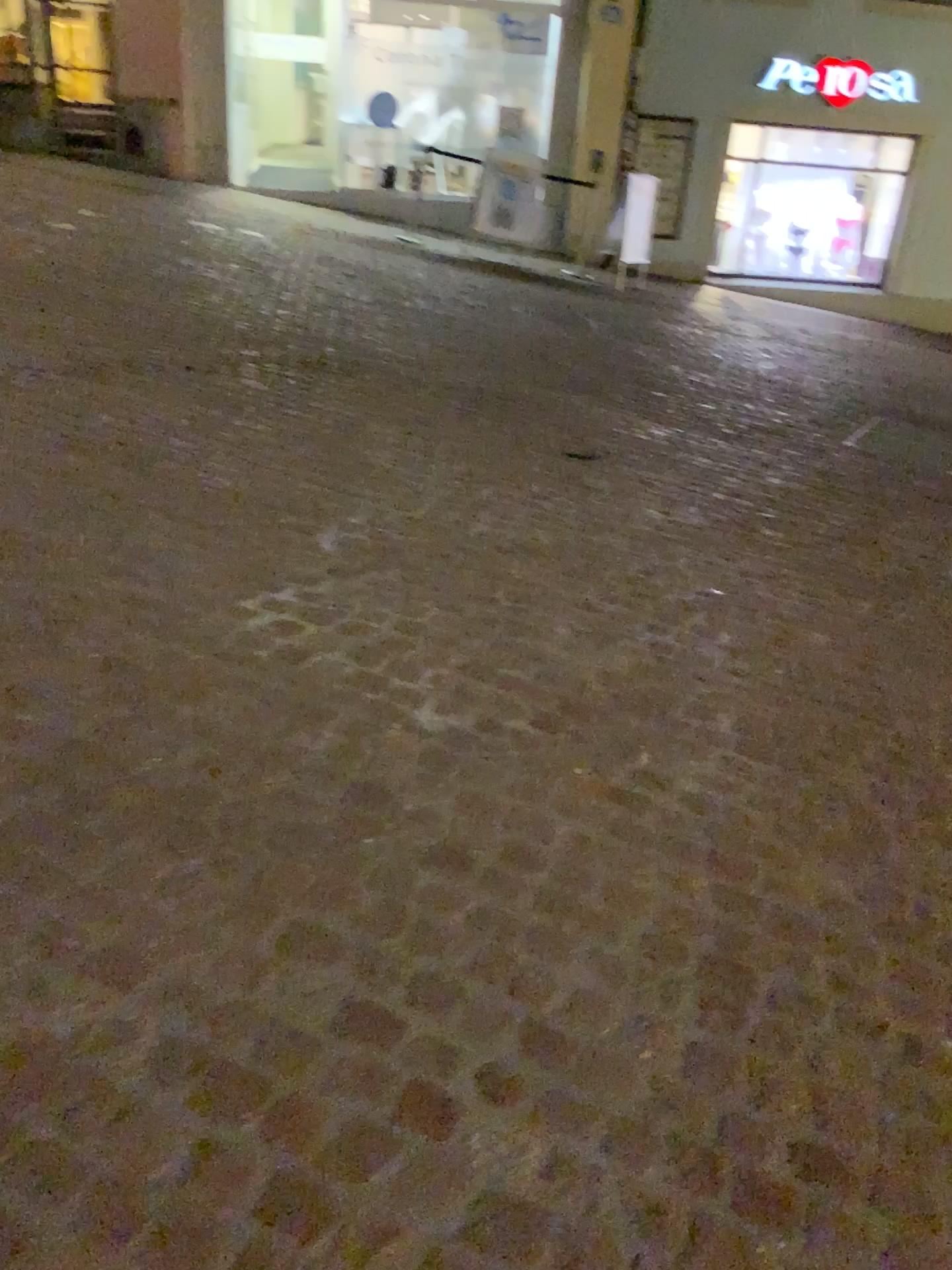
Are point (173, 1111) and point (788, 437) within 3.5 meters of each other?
no
